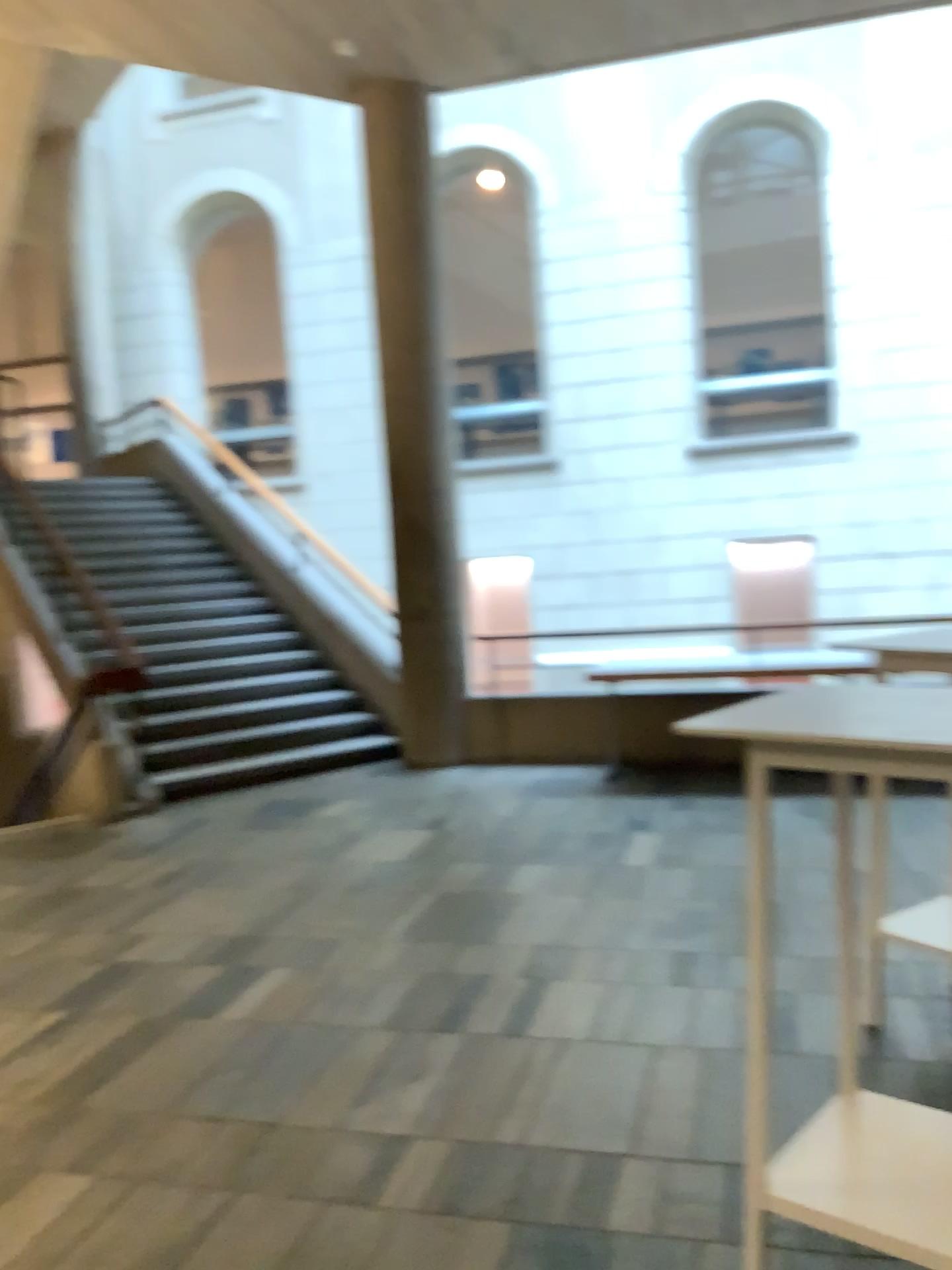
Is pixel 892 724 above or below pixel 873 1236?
above

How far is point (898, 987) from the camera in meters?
3.3 m

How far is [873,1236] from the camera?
1.9 meters

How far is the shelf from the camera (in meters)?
1.87
